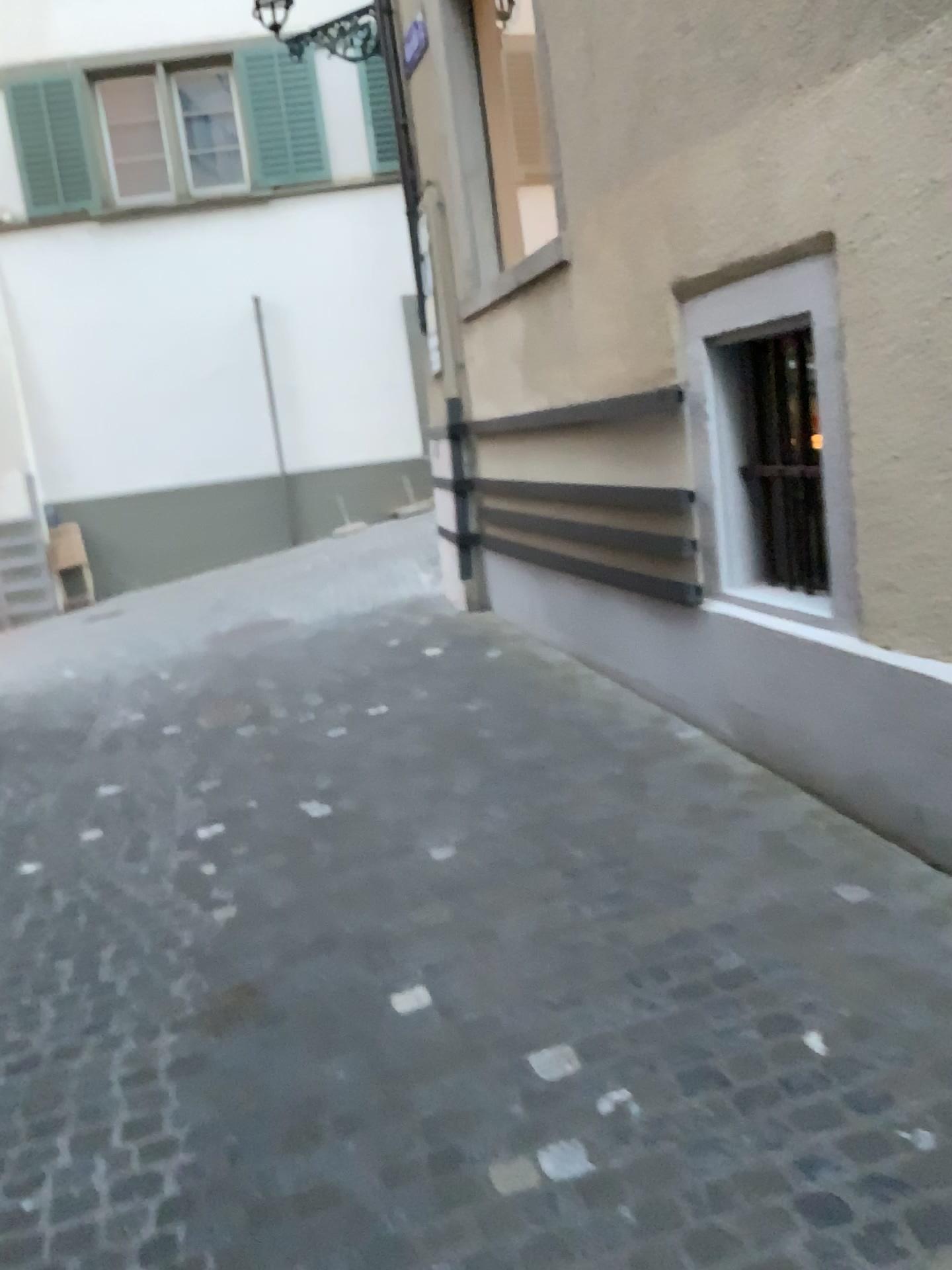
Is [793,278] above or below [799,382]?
above

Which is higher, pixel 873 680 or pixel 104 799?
pixel 873 680
